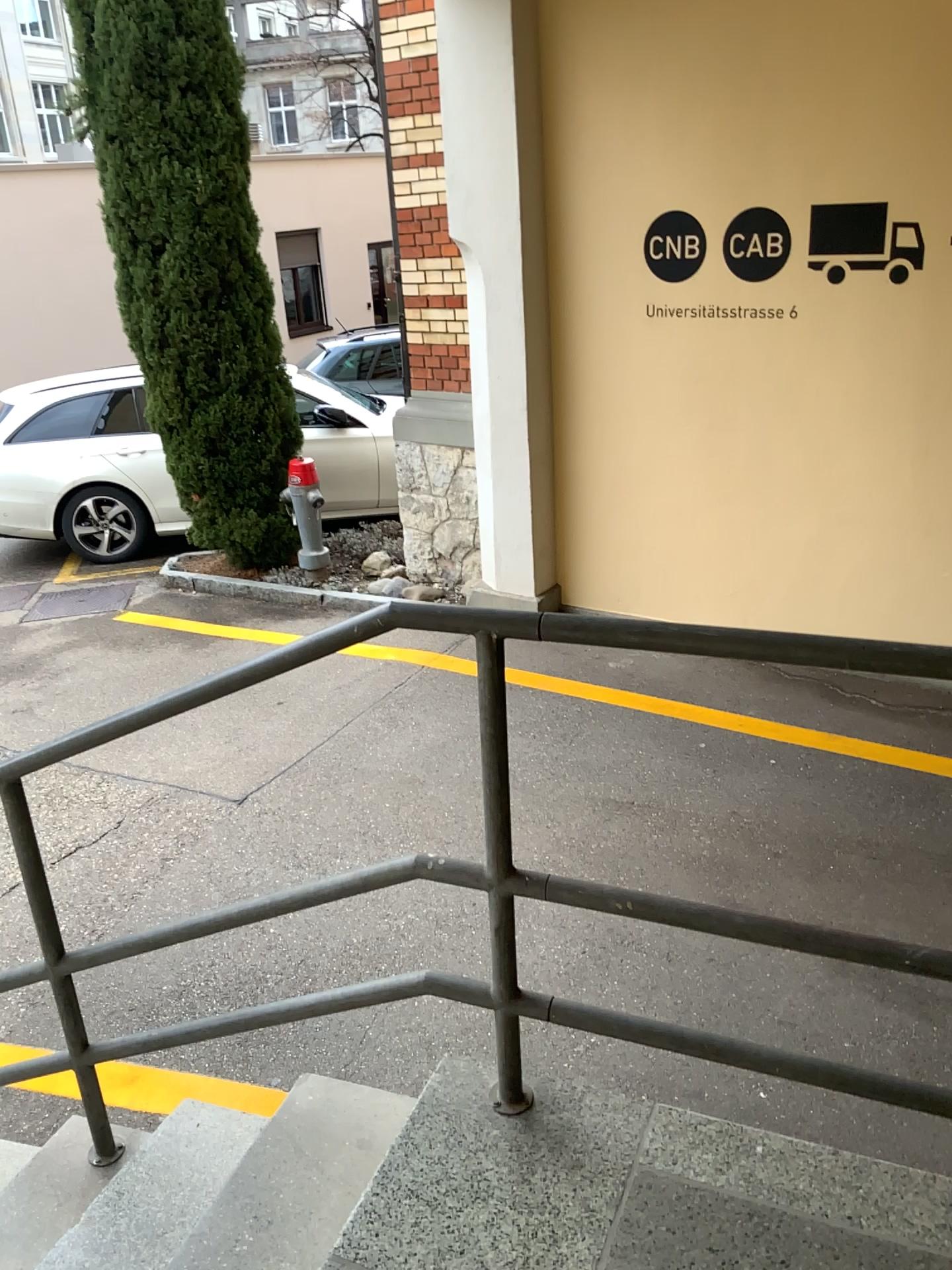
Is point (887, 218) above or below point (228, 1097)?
above

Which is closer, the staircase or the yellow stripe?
the staircase

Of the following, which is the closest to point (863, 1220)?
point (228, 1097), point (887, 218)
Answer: point (228, 1097)

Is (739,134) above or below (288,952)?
above

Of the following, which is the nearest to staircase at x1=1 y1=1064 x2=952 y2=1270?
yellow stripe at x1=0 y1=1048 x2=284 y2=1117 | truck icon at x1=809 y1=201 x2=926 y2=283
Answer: yellow stripe at x1=0 y1=1048 x2=284 y2=1117

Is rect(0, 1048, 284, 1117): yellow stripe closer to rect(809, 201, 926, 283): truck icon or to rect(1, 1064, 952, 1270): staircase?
rect(1, 1064, 952, 1270): staircase

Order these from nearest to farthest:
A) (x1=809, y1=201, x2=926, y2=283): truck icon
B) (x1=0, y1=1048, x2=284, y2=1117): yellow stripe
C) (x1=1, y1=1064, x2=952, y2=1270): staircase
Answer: (x1=1, y1=1064, x2=952, y2=1270): staircase
(x1=0, y1=1048, x2=284, y2=1117): yellow stripe
(x1=809, y1=201, x2=926, y2=283): truck icon

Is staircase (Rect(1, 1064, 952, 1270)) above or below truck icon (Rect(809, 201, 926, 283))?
below

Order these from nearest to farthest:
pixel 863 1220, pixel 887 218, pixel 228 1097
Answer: pixel 863 1220
pixel 228 1097
pixel 887 218

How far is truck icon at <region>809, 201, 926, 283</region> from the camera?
4.5 meters
